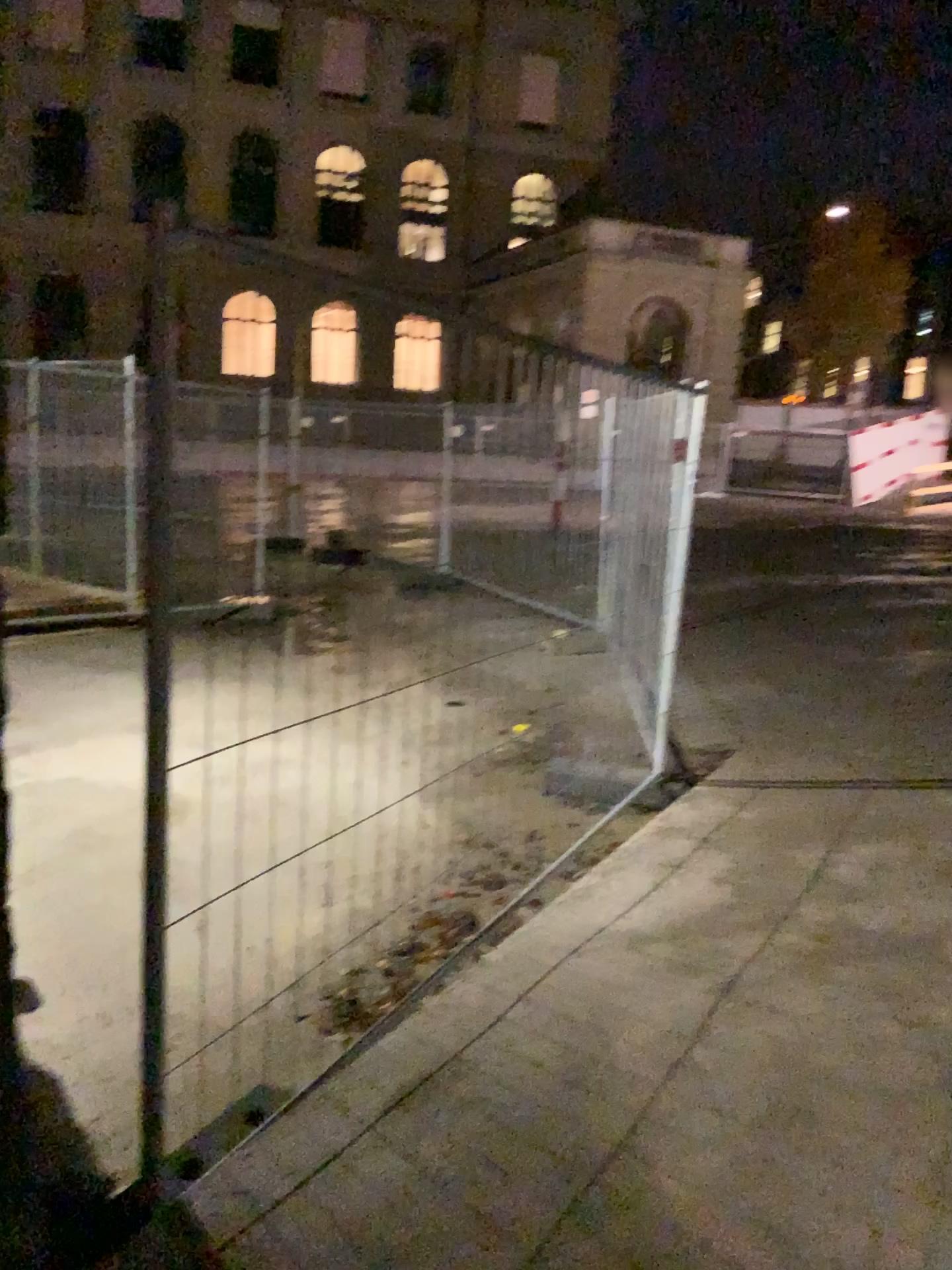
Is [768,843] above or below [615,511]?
below
